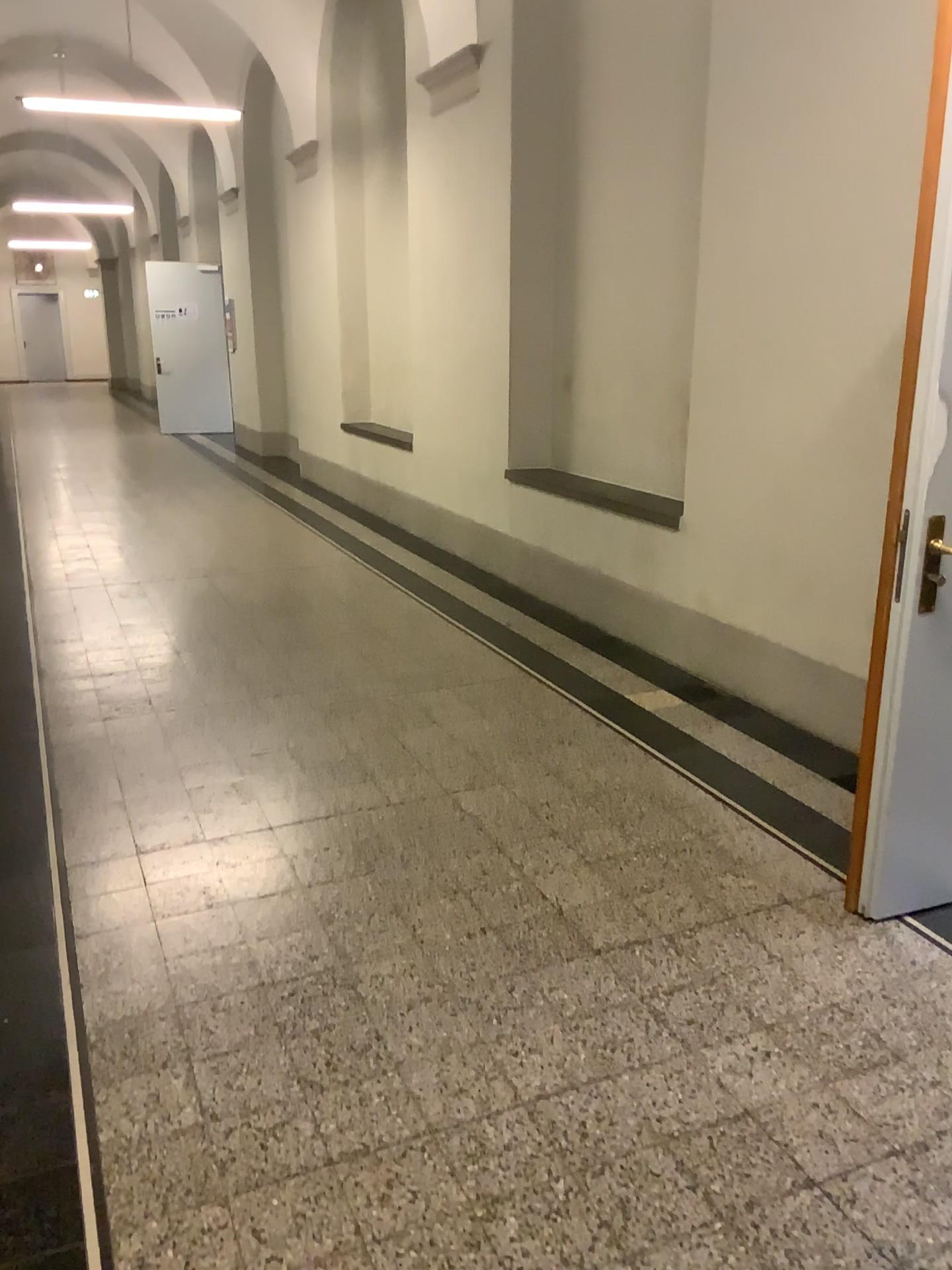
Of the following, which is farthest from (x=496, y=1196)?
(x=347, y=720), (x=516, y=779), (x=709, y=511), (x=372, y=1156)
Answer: (x=709, y=511)
